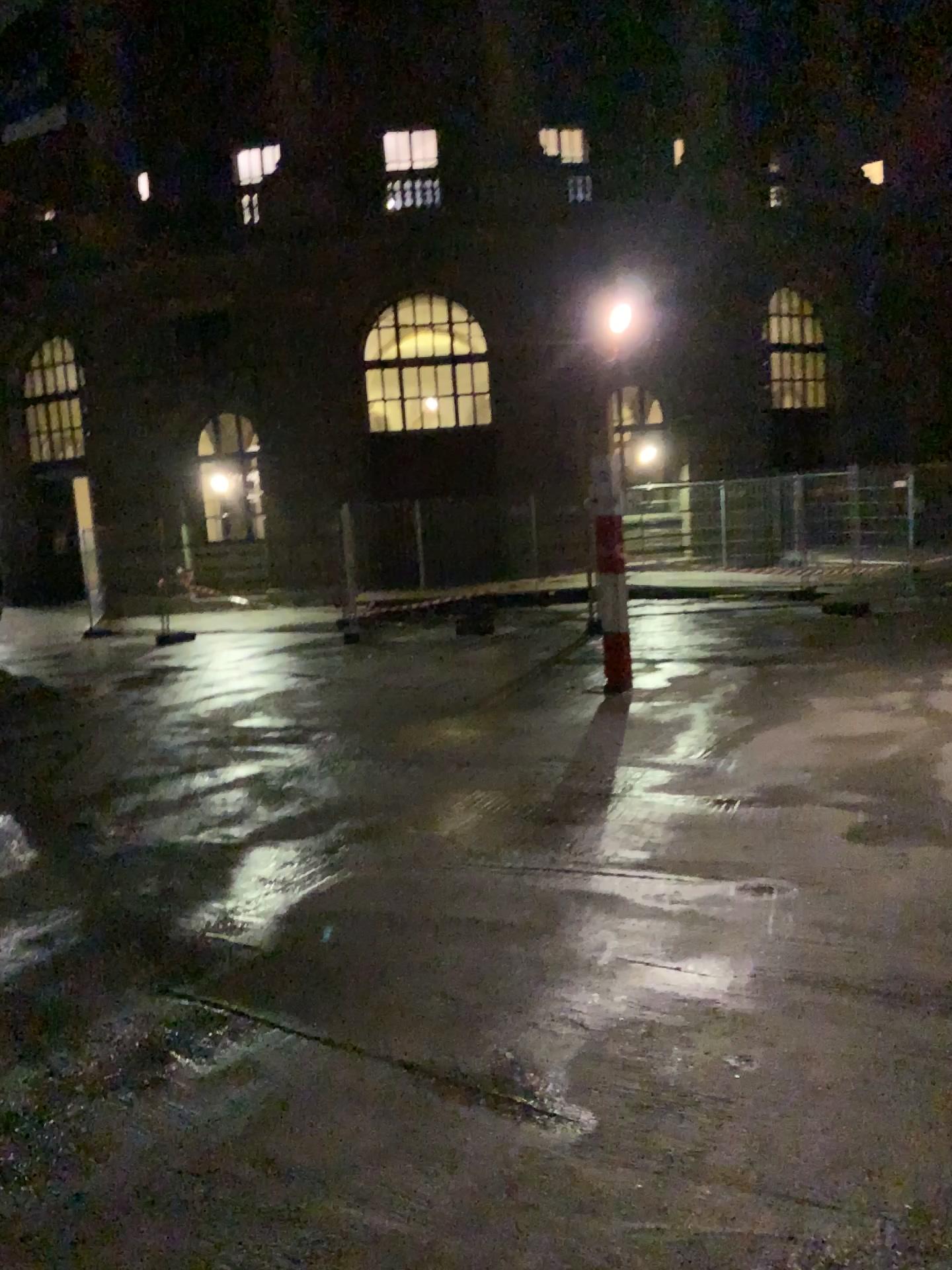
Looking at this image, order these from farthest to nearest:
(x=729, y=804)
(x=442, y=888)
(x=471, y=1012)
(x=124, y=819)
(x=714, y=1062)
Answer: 1. (x=124, y=819)
2. (x=729, y=804)
3. (x=442, y=888)
4. (x=471, y=1012)
5. (x=714, y=1062)
